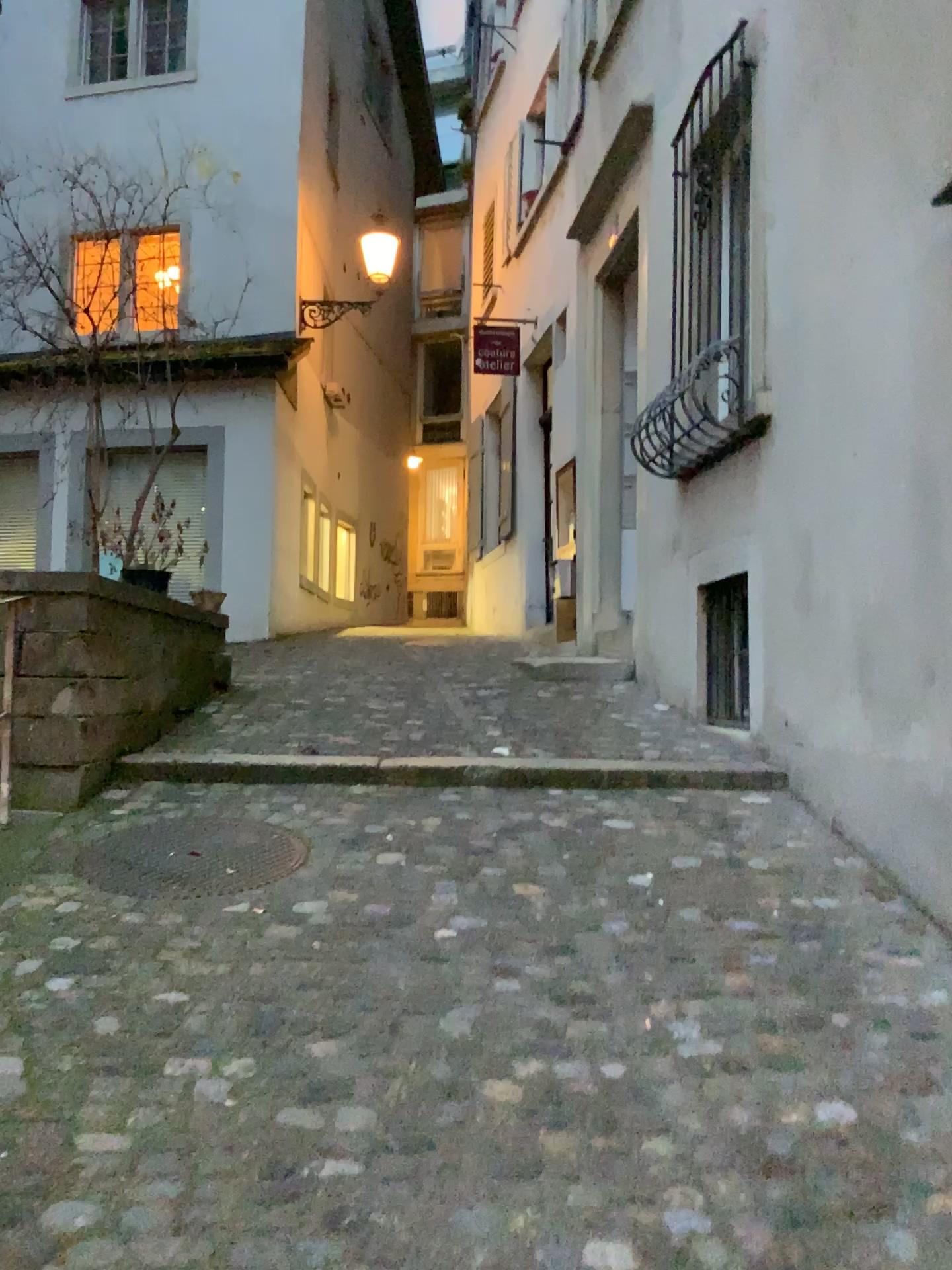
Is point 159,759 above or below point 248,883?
above

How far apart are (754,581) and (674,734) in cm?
88

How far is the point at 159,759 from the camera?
4.3 meters

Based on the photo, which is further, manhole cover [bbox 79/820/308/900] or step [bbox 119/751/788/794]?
step [bbox 119/751/788/794]

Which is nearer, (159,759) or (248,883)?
(248,883)

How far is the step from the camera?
4.31m
